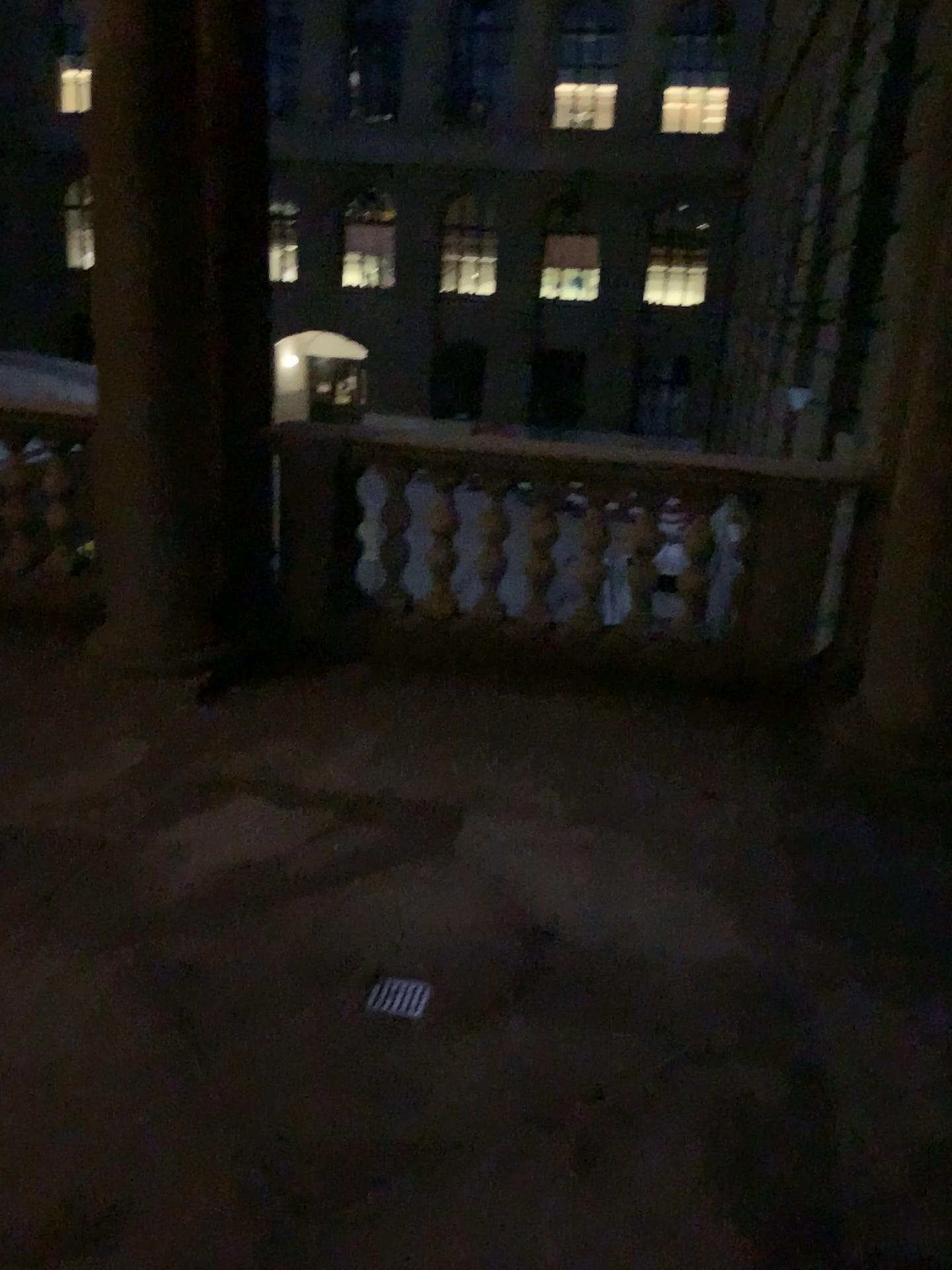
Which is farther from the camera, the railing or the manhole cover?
the railing

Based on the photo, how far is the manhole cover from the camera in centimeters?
242cm

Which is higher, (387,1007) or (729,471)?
(729,471)

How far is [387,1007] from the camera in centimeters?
242cm

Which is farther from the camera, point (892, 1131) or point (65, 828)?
point (65, 828)

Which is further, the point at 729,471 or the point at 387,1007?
the point at 729,471
